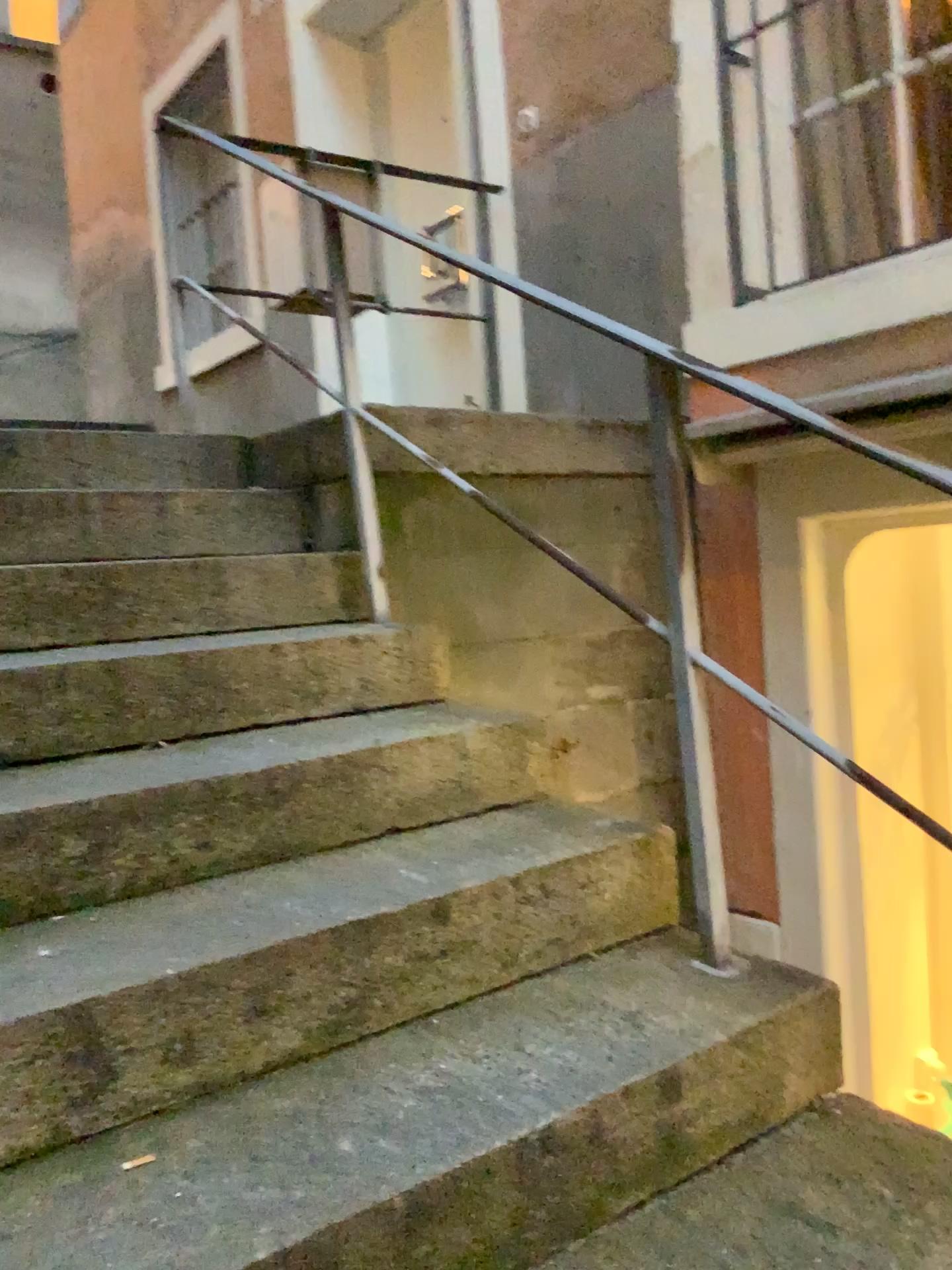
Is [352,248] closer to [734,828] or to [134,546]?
[134,546]
